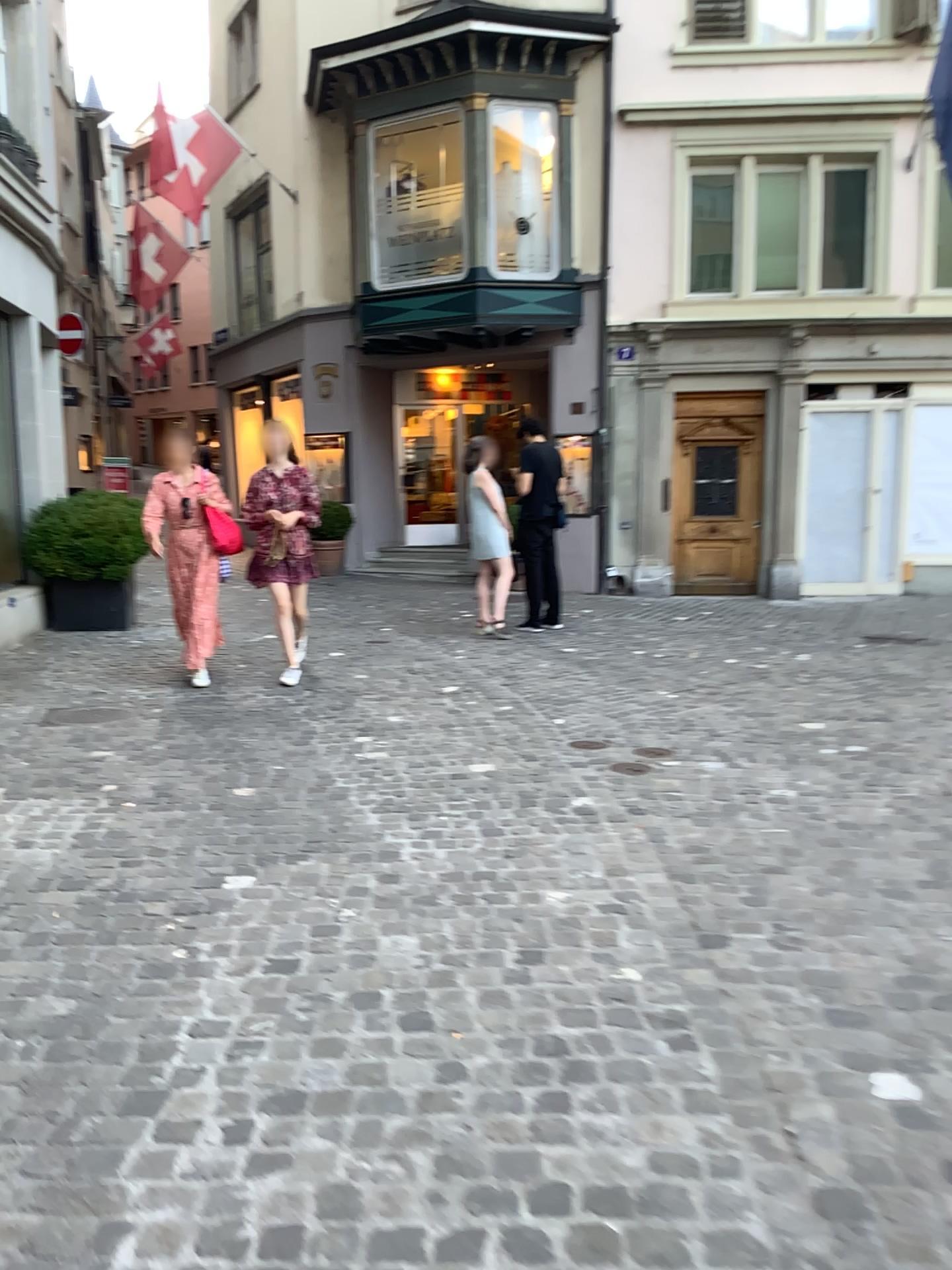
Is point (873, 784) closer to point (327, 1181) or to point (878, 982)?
point (878, 982)
